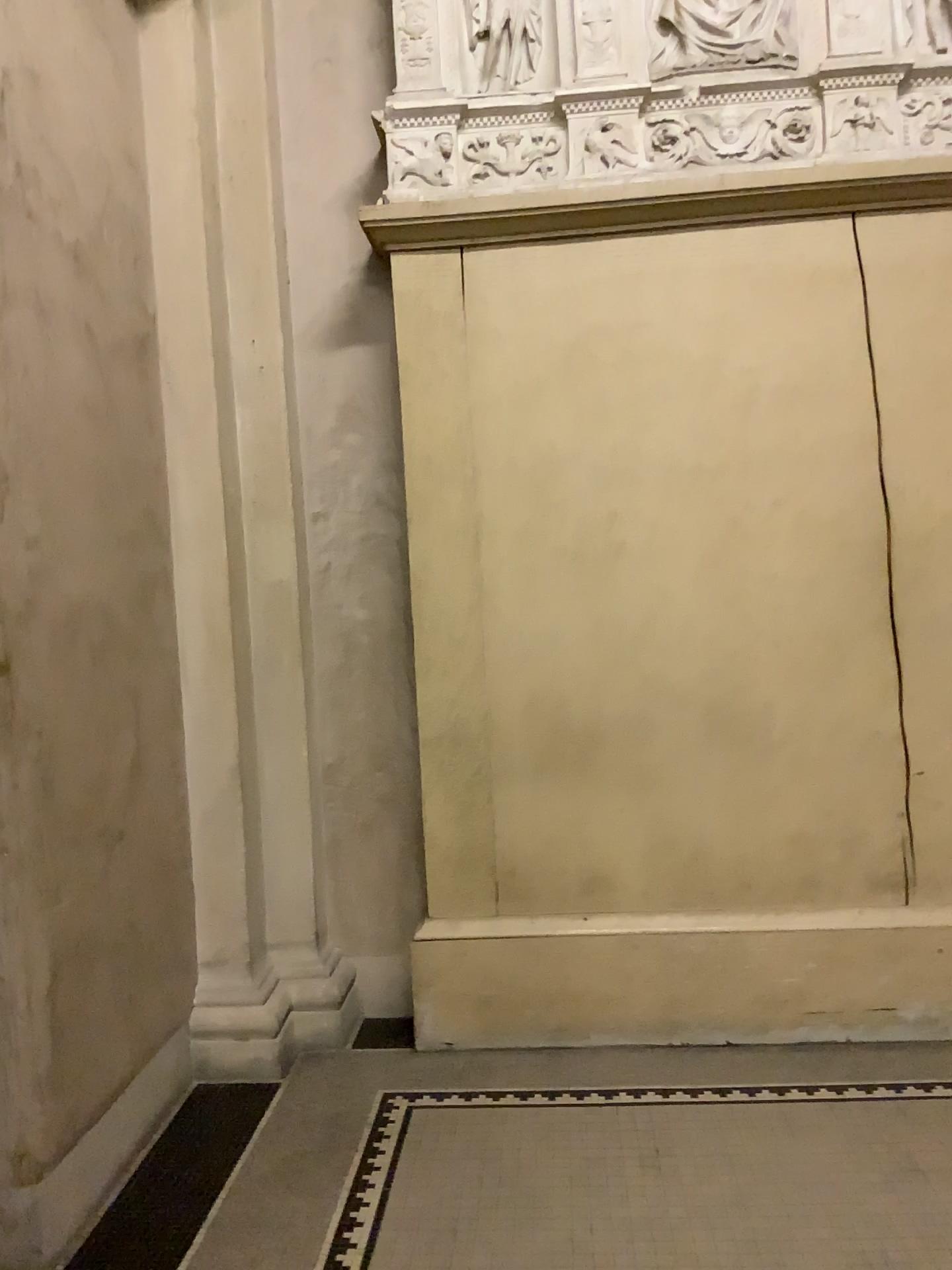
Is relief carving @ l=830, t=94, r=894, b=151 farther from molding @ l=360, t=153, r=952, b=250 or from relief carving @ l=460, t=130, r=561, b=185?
relief carving @ l=460, t=130, r=561, b=185

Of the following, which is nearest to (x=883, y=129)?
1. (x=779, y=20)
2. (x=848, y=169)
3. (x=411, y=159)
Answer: (x=848, y=169)

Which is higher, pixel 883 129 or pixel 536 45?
pixel 536 45

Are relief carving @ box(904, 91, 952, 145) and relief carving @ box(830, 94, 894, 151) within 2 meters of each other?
yes

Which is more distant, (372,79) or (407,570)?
(372,79)

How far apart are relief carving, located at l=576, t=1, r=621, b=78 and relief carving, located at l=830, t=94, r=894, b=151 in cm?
74

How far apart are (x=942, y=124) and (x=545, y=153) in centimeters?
121cm

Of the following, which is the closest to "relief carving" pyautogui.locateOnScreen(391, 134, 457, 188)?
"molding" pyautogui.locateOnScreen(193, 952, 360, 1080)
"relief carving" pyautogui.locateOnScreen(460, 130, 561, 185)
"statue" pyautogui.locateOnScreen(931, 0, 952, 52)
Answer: "relief carving" pyautogui.locateOnScreen(460, 130, 561, 185)

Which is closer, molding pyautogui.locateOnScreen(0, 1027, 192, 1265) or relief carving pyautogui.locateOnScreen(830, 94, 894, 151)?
molding pyautogui.locateOnScreen(0, 1027, 192, 1265)

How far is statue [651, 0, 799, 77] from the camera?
3.3m
